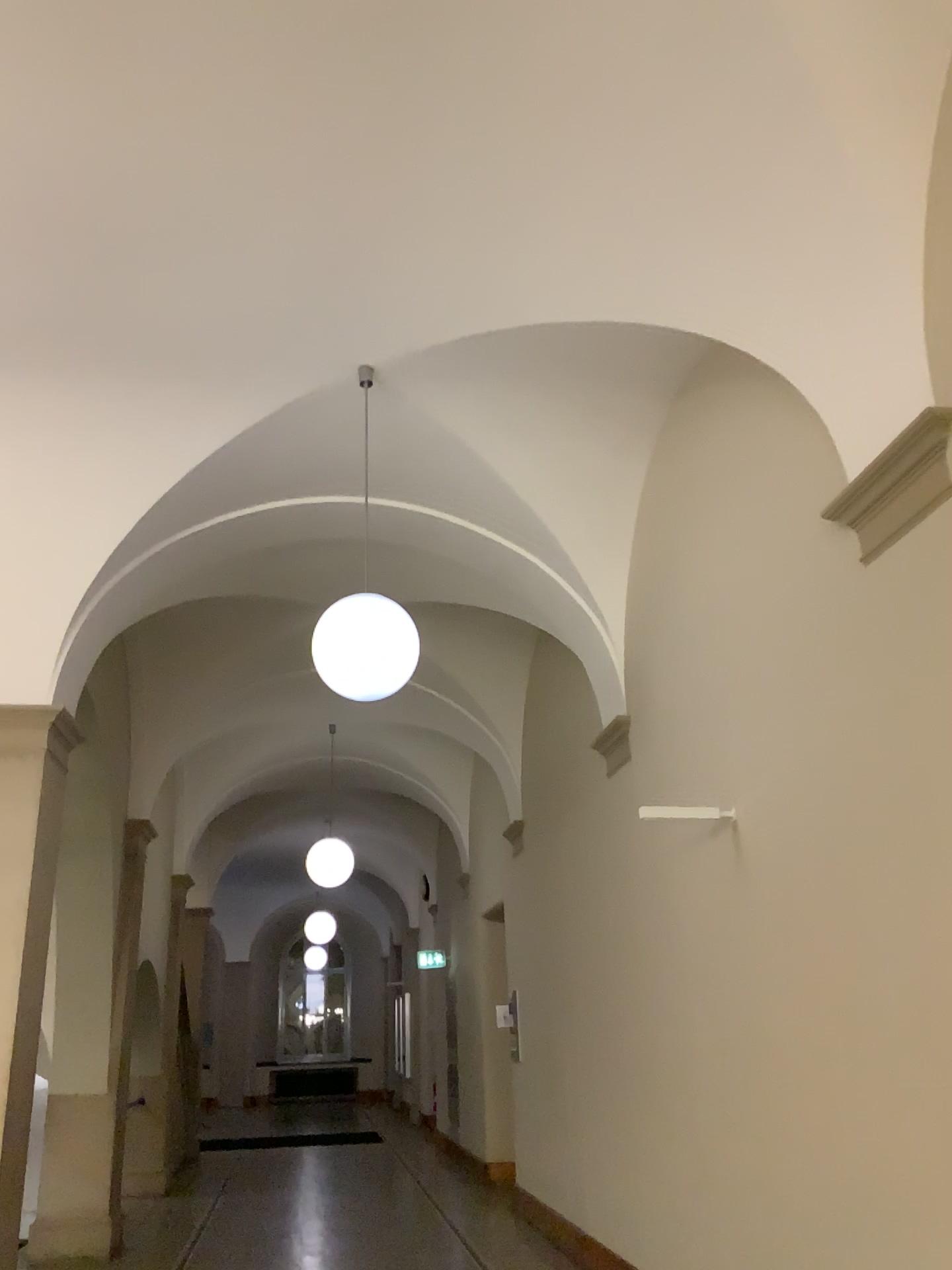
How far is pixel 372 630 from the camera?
4.6m

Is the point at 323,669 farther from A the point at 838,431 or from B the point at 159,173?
A the point at 838,431

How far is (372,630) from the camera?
4.61m

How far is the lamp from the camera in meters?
4.6 m

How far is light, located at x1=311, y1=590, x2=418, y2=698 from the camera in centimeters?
461cm
